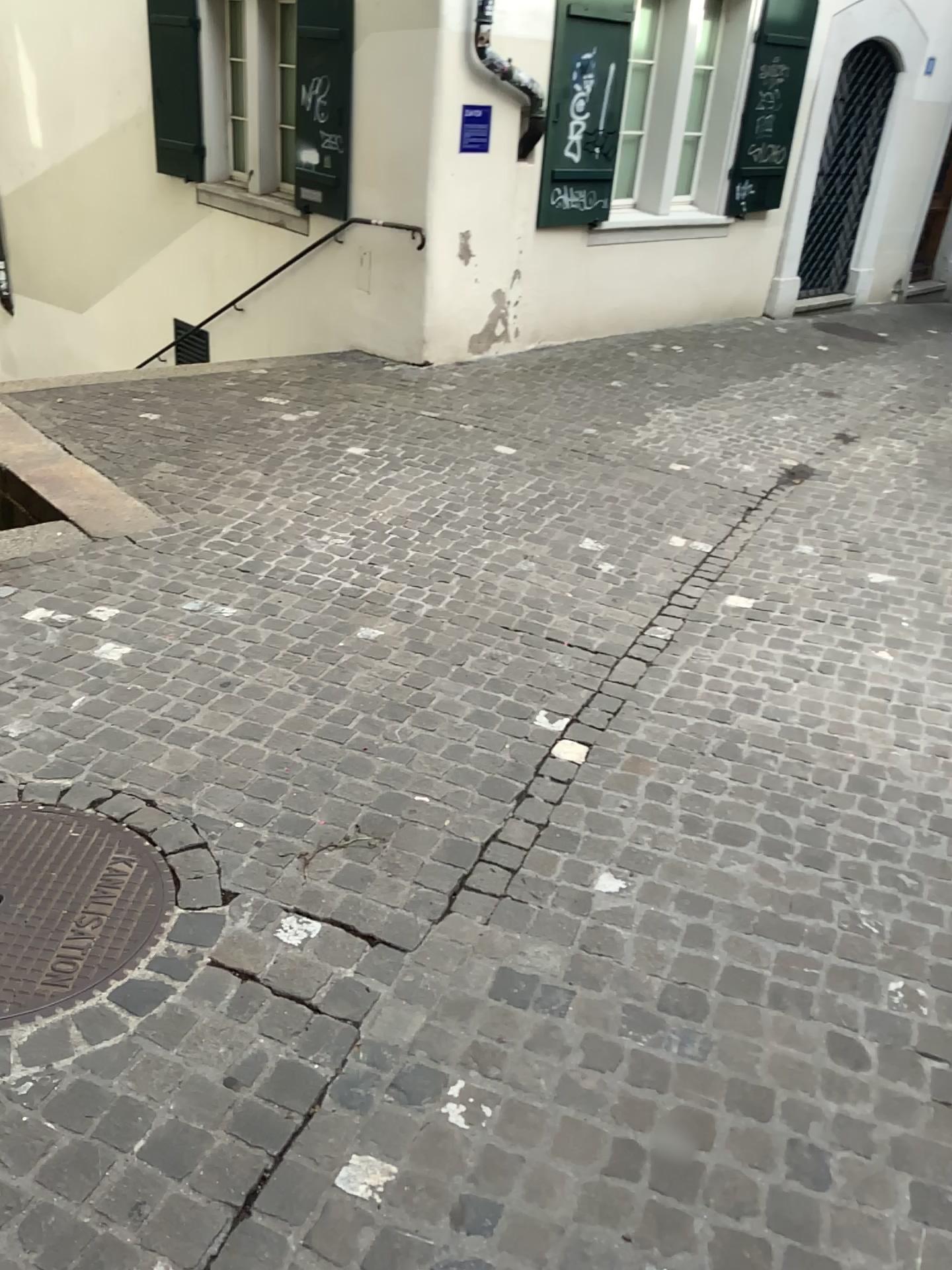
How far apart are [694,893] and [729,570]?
2.3 meters
